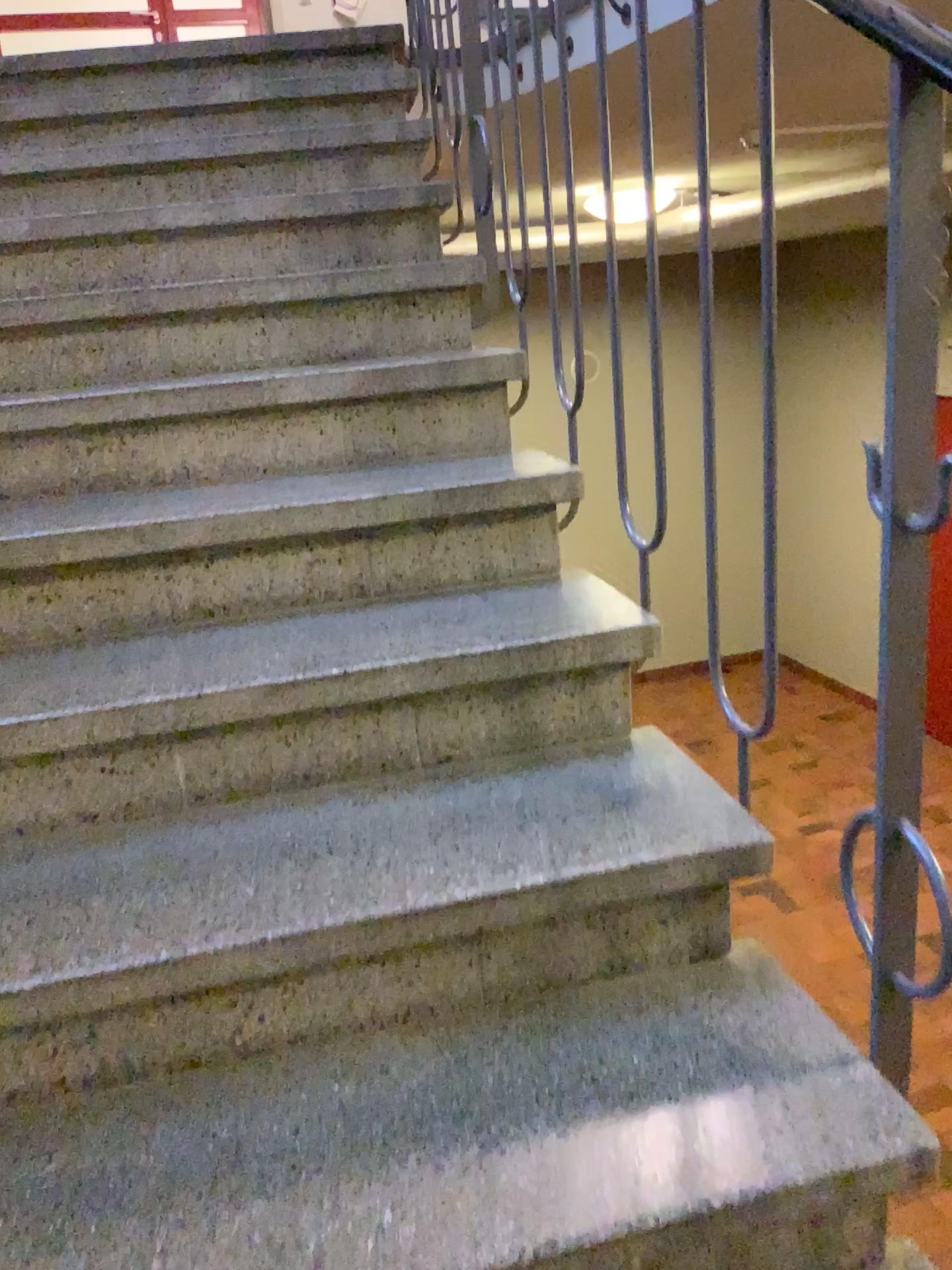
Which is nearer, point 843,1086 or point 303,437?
point 843,1086
